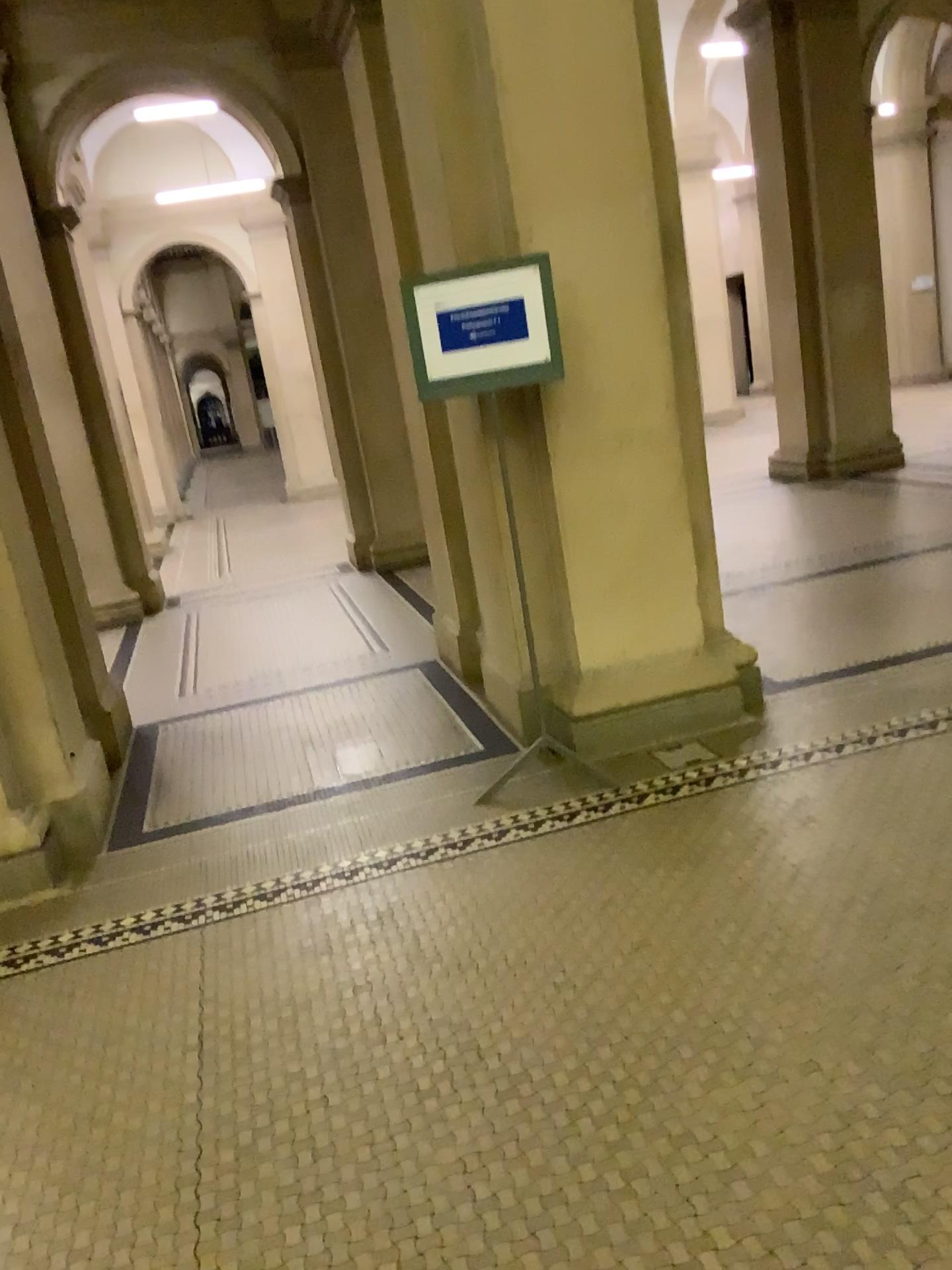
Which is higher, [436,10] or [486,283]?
[436,10]

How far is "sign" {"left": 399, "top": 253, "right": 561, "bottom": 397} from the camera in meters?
3.5

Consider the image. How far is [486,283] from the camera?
3.48m

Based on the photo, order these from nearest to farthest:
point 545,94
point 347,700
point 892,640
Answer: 1. point 545,94
2. point 892,640
3. point 347,700
